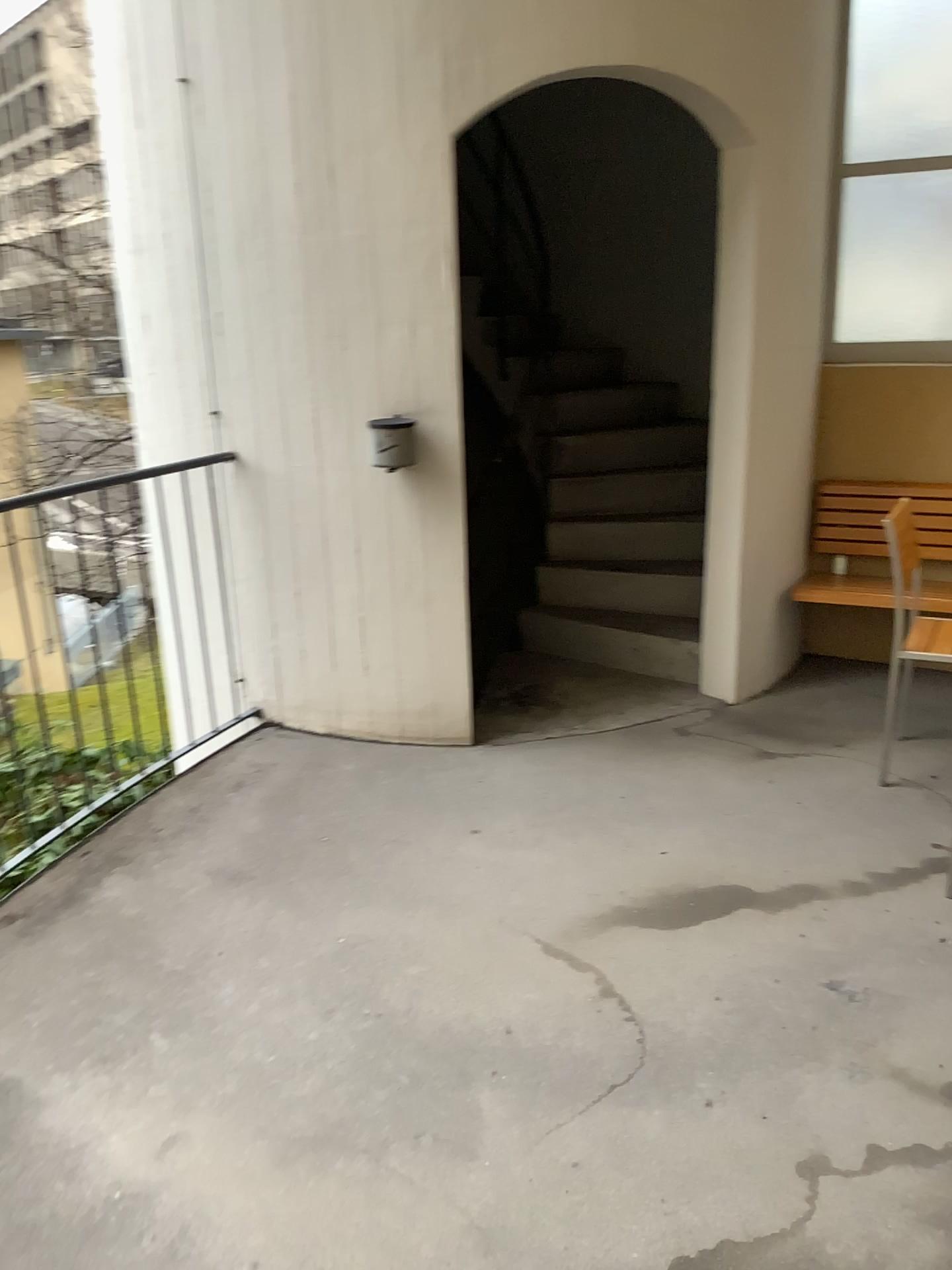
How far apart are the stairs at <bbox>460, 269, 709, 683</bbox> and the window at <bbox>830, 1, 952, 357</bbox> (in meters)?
0.70

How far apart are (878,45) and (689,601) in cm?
228

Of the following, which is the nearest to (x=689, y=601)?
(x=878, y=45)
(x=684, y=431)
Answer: (x=684, y=431)

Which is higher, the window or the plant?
the window

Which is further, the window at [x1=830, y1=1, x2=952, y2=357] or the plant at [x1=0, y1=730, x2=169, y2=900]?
the window at [x1=830, y1=1, x2=952, y2=357]

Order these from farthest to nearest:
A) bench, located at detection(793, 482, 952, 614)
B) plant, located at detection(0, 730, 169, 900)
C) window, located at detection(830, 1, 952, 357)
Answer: bench, located at detection(793, 482, 952, 614), window, located at detection(830, 1, 952, 357), plant, located at detection(0, 730, 169, 900)

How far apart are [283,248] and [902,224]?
2.53m

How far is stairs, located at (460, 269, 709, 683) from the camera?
4.6 meters

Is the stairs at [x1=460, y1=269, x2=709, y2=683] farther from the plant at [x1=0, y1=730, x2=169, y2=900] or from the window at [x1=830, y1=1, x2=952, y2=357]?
the plant at [x1=0, y1=730, x2=169, y2=900]

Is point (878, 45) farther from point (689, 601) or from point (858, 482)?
point (689, 601)
